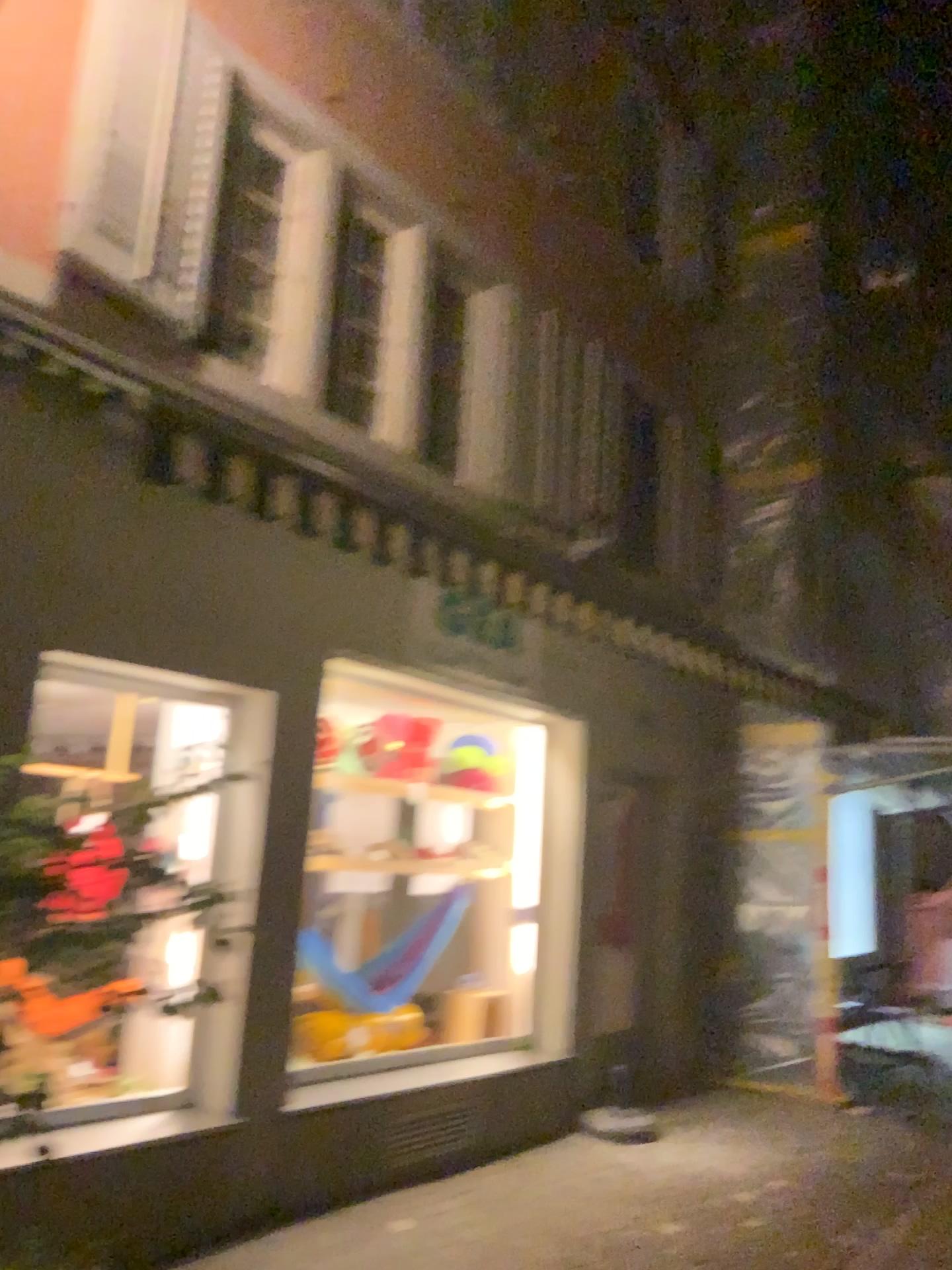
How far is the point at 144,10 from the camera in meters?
4.1

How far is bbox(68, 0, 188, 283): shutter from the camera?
4.1 meters

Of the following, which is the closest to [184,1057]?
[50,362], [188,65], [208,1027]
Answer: [208,1027]
